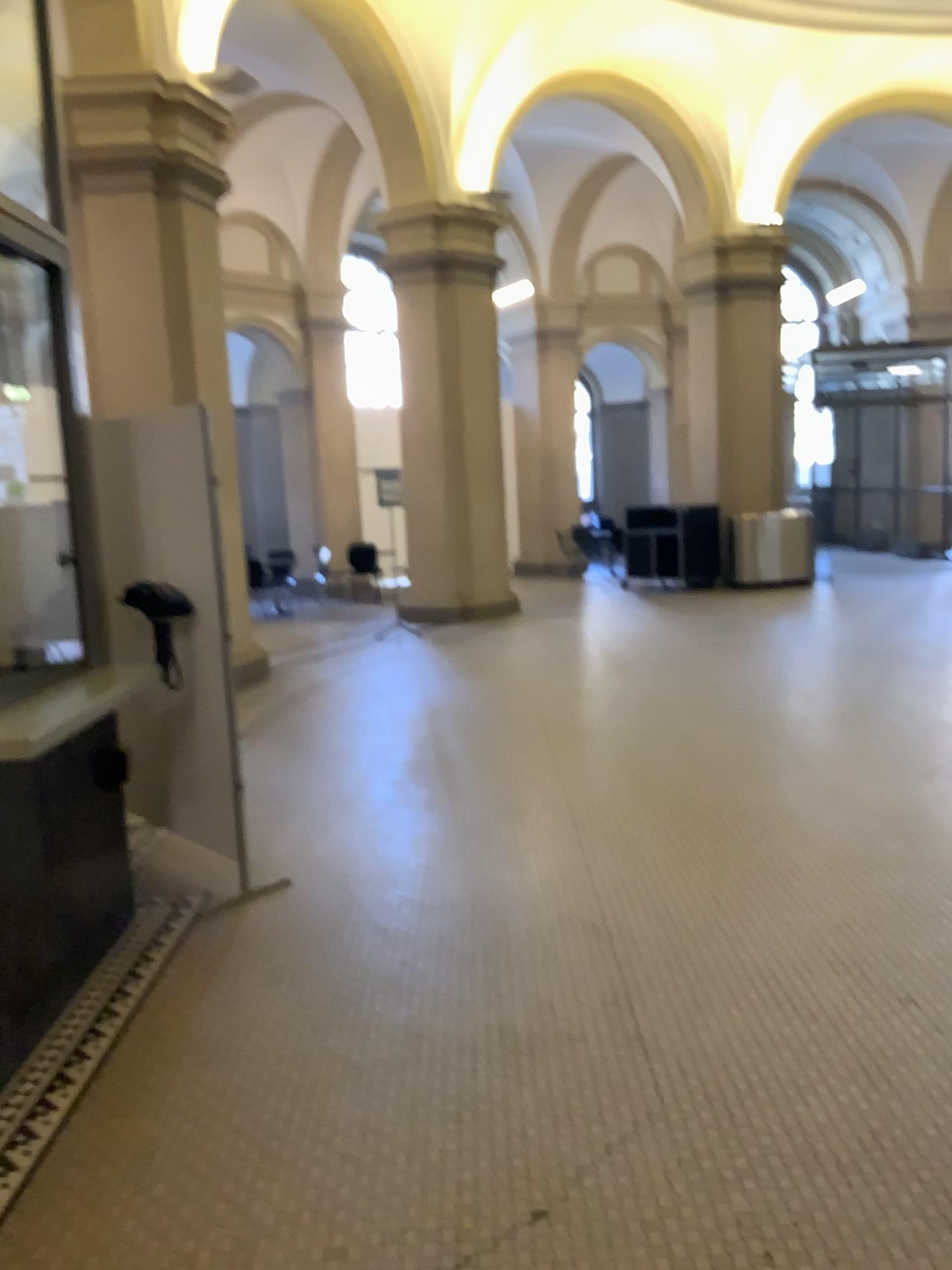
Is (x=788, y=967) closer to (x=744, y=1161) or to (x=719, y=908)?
(x=719, y=908)
